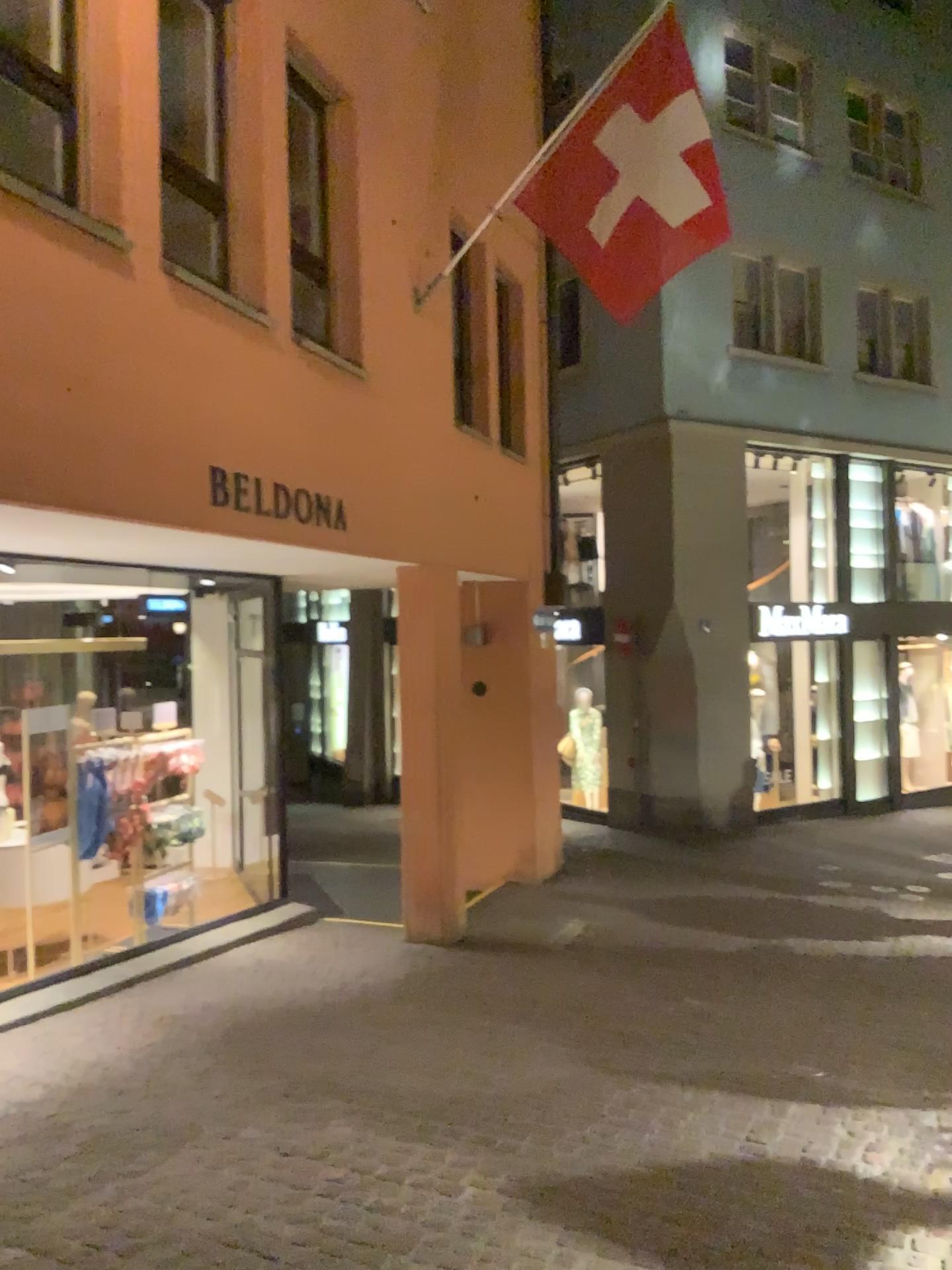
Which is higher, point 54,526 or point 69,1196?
point 54,526

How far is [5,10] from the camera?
4.00m

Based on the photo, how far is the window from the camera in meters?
4.0
